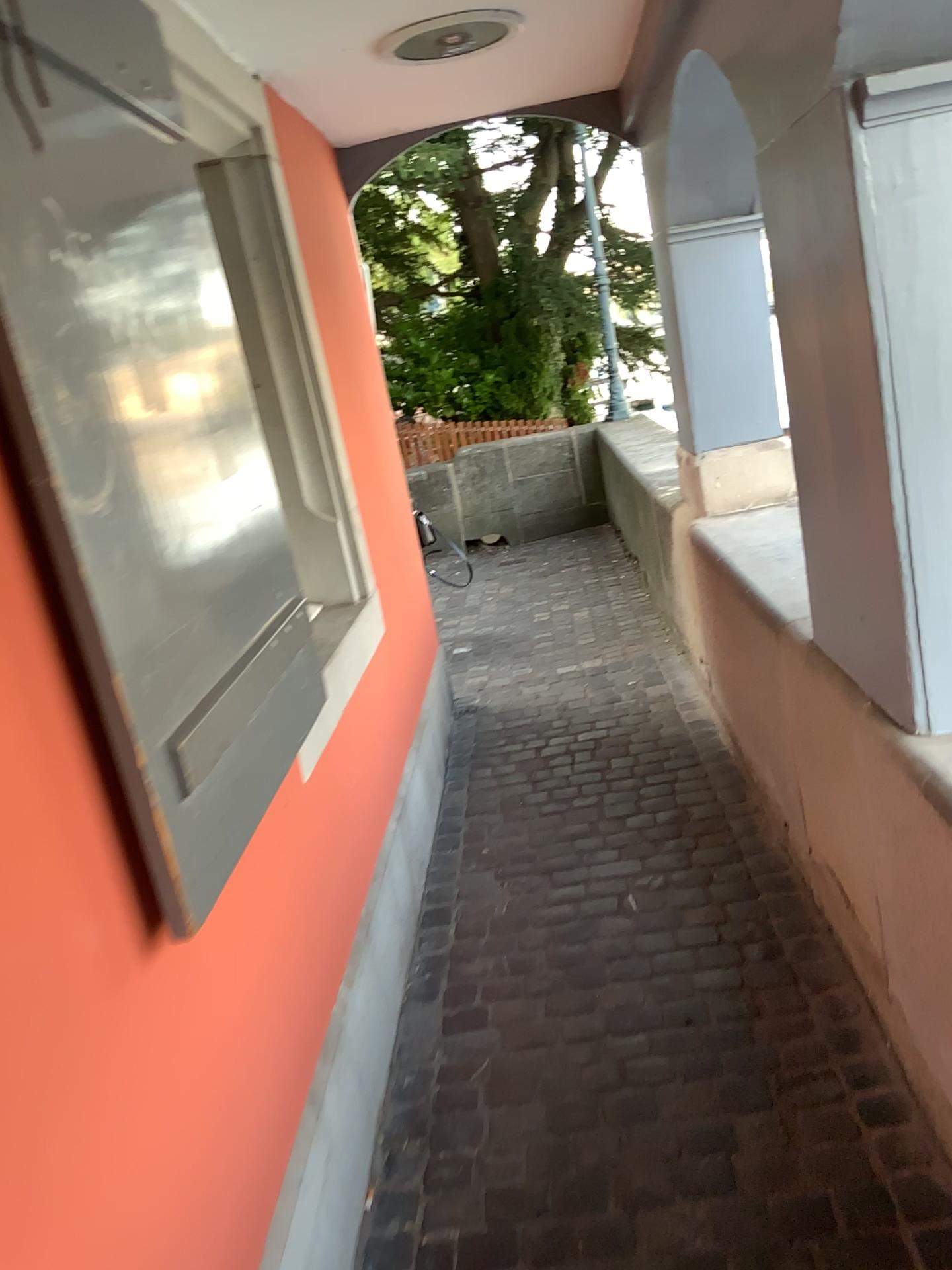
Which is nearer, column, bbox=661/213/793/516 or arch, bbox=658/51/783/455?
arch, bbox=658/51/783/455

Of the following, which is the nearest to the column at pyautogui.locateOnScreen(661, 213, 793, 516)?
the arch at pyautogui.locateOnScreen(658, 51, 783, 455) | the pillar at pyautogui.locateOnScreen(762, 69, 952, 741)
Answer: the arch at pyautogui.locateOnScreen(658, 51, 783, 455)

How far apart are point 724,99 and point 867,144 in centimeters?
196cm

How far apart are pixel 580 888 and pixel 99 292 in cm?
198

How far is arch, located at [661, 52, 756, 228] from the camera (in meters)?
3.14

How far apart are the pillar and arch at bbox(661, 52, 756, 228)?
1.4m

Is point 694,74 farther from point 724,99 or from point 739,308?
point 739,308

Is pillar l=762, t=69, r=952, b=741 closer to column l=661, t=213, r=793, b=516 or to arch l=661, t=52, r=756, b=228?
arch l=661, t=52, r=756, b=228

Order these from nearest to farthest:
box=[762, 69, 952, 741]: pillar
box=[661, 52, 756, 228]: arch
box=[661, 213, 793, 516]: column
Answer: → box=[762, 69, 952, 741]: pillar → box=[661, 52, 756, 228]: arch → box=[661, 213, 793, 516]: column

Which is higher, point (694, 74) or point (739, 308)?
point (694, 74)
